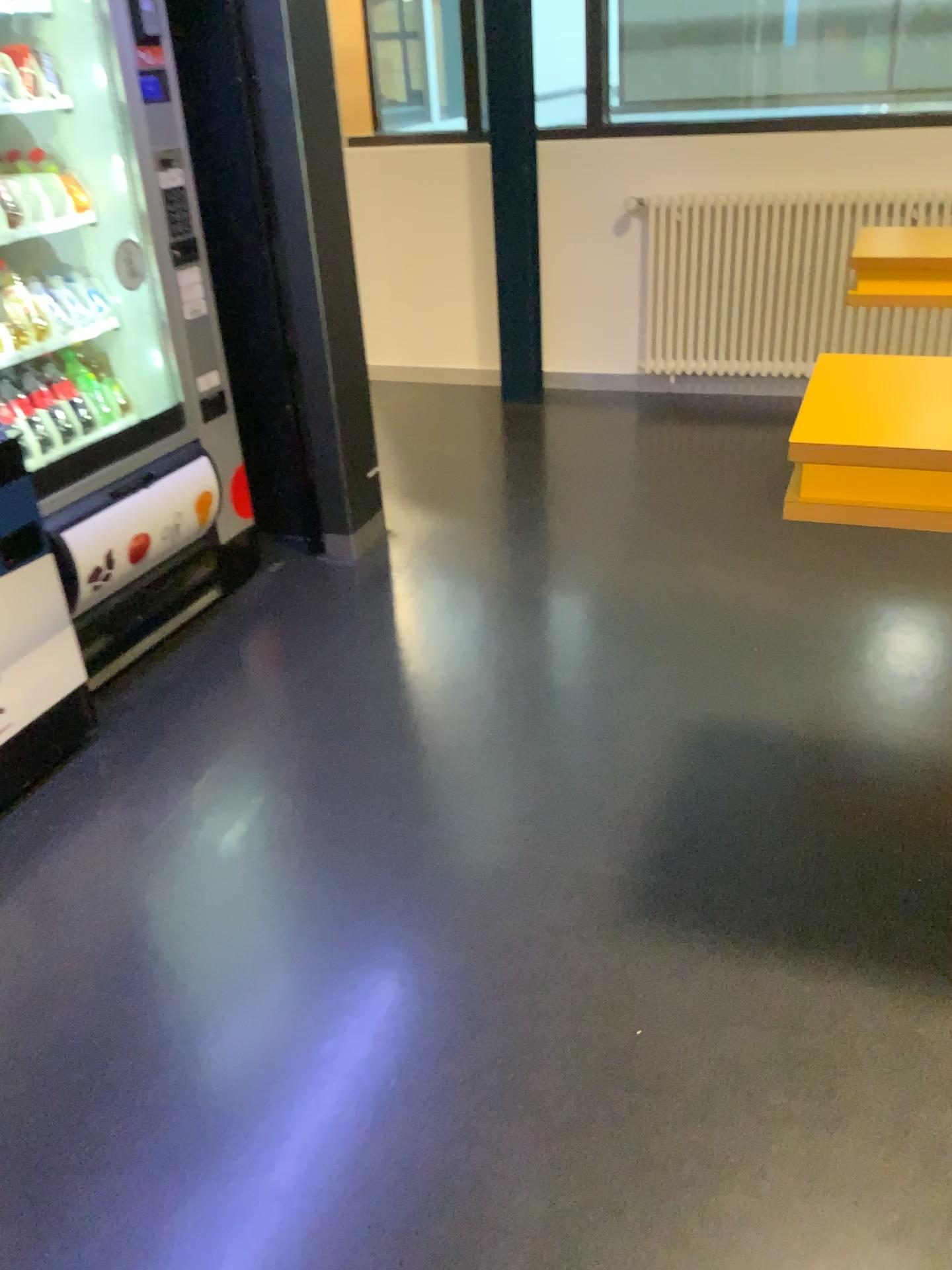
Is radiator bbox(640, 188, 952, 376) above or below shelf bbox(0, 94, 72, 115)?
below

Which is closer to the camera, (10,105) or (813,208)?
(10,105)

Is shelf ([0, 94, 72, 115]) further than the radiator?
No

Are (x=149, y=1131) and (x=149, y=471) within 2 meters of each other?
yes

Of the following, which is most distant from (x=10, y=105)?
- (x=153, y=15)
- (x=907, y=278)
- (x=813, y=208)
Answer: (x=813, y=208)

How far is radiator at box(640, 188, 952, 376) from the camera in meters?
4.3

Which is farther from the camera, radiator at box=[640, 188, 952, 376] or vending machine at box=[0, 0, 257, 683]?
radiator at box=[640, 188, 952, 376]

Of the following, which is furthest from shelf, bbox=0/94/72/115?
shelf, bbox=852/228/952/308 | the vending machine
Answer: shelf, bbox=852/228/952/308

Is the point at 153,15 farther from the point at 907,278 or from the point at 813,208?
the point at 813,208

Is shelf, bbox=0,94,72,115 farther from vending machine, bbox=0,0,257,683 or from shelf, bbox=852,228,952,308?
shelf, bbox=852,228,952,308
